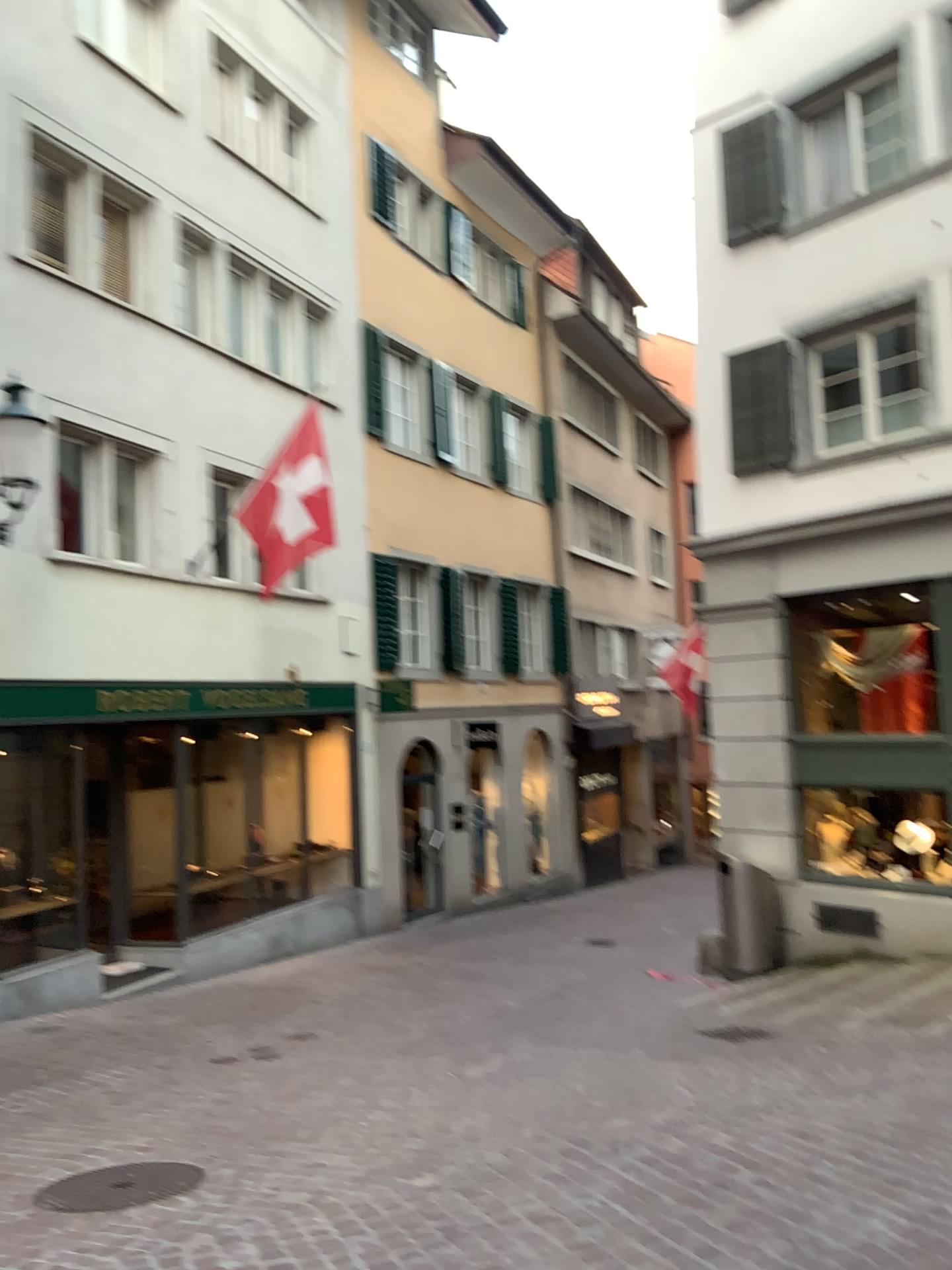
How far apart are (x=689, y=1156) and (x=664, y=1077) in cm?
79
